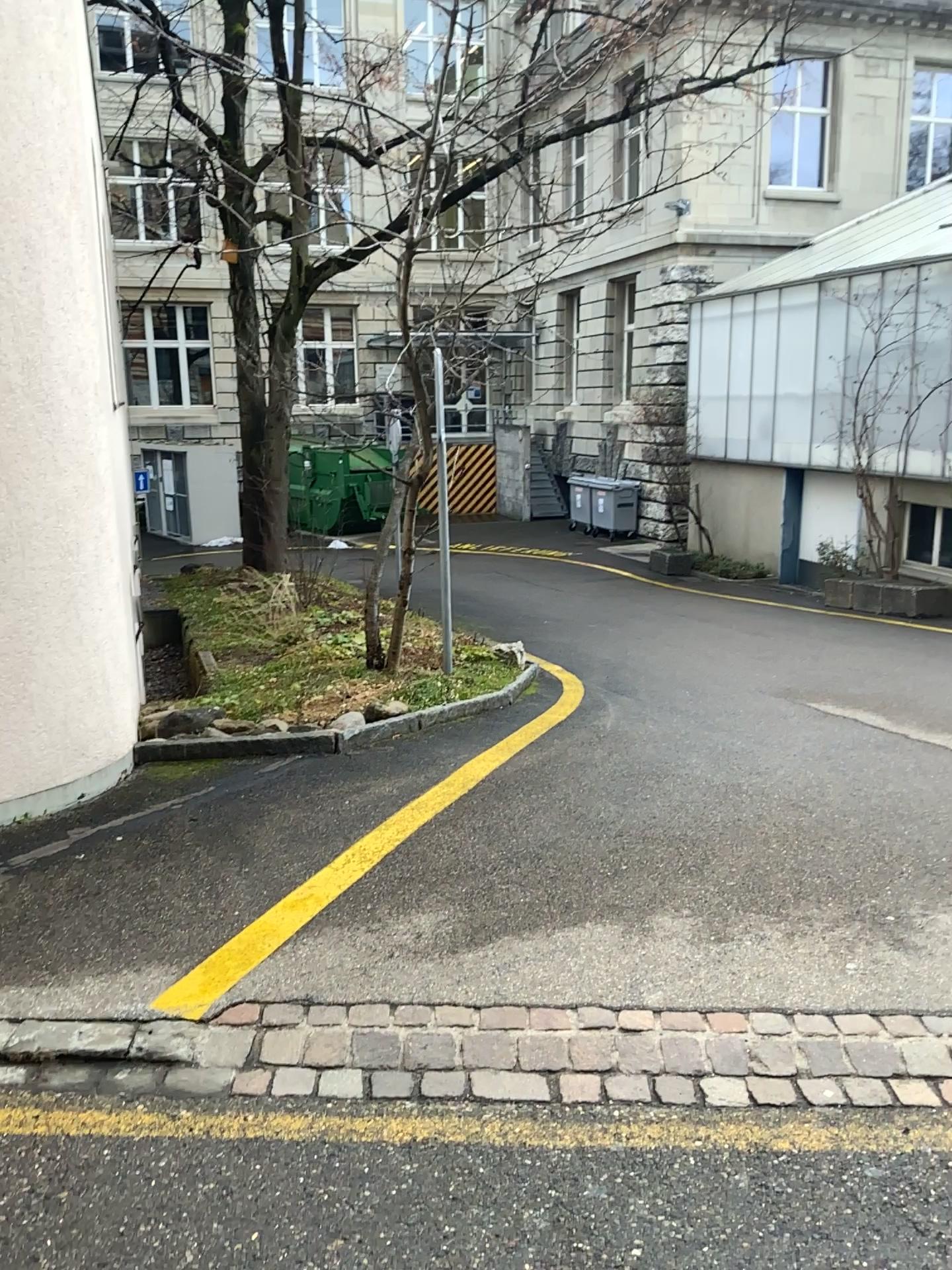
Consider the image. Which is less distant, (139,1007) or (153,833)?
(139,1007)
